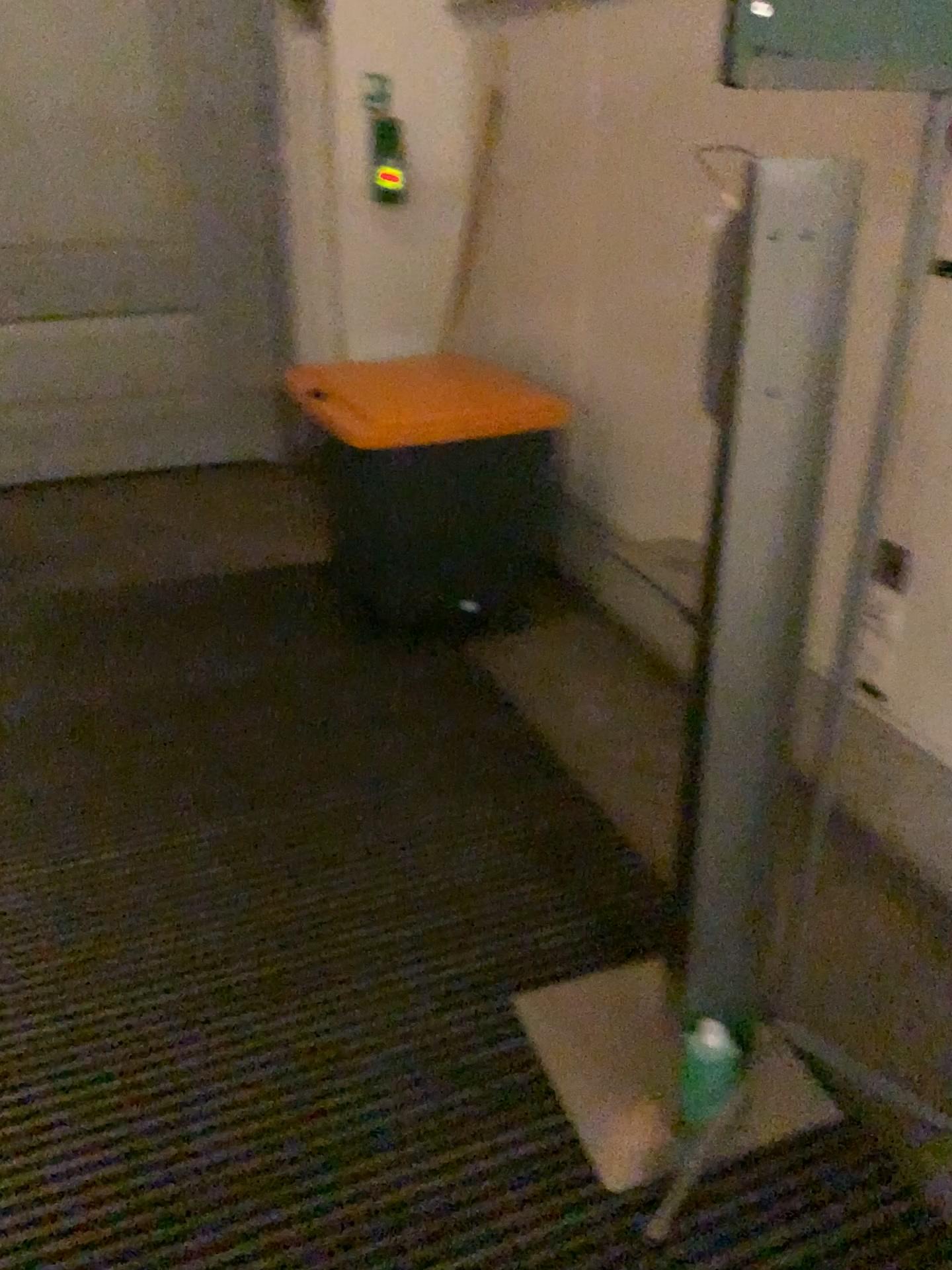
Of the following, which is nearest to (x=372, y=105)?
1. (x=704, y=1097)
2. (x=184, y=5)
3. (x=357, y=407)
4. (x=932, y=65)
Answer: (x=184, y=5)

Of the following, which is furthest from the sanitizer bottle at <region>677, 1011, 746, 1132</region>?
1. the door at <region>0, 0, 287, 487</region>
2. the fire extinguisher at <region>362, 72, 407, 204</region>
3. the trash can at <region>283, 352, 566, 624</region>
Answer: the door at <region>0, 0, 287, 487</region>

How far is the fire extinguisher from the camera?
3.7 meters

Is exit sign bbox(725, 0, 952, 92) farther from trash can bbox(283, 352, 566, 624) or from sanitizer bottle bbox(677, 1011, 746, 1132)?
trash can bbox(283, 352, 566, 624)

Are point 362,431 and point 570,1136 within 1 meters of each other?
no

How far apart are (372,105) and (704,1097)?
3.31m

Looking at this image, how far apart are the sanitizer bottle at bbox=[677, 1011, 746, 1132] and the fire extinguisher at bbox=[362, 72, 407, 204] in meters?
3.0

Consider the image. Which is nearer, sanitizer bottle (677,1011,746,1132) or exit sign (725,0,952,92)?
exit sign (725,0,952,92)

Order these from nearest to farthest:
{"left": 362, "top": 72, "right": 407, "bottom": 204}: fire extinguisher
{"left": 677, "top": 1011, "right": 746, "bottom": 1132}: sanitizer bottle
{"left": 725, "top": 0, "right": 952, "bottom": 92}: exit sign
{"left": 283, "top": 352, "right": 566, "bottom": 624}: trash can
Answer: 1. {"left": 725, "top": 0, "right": 952, "bottom": 92}: exit sign
2. {"left": 677, "top": 1011, "right": 746, "bottom": 1132}: sanitizer bottle
3. {"left": 283, "top": 352, "right": 566, "bottom": 624}: trash can
4. {"left": 362, "top": 72, "right": 407, "bottom": 204}: fire extinguisher

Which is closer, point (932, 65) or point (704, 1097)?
point (932, 65)
